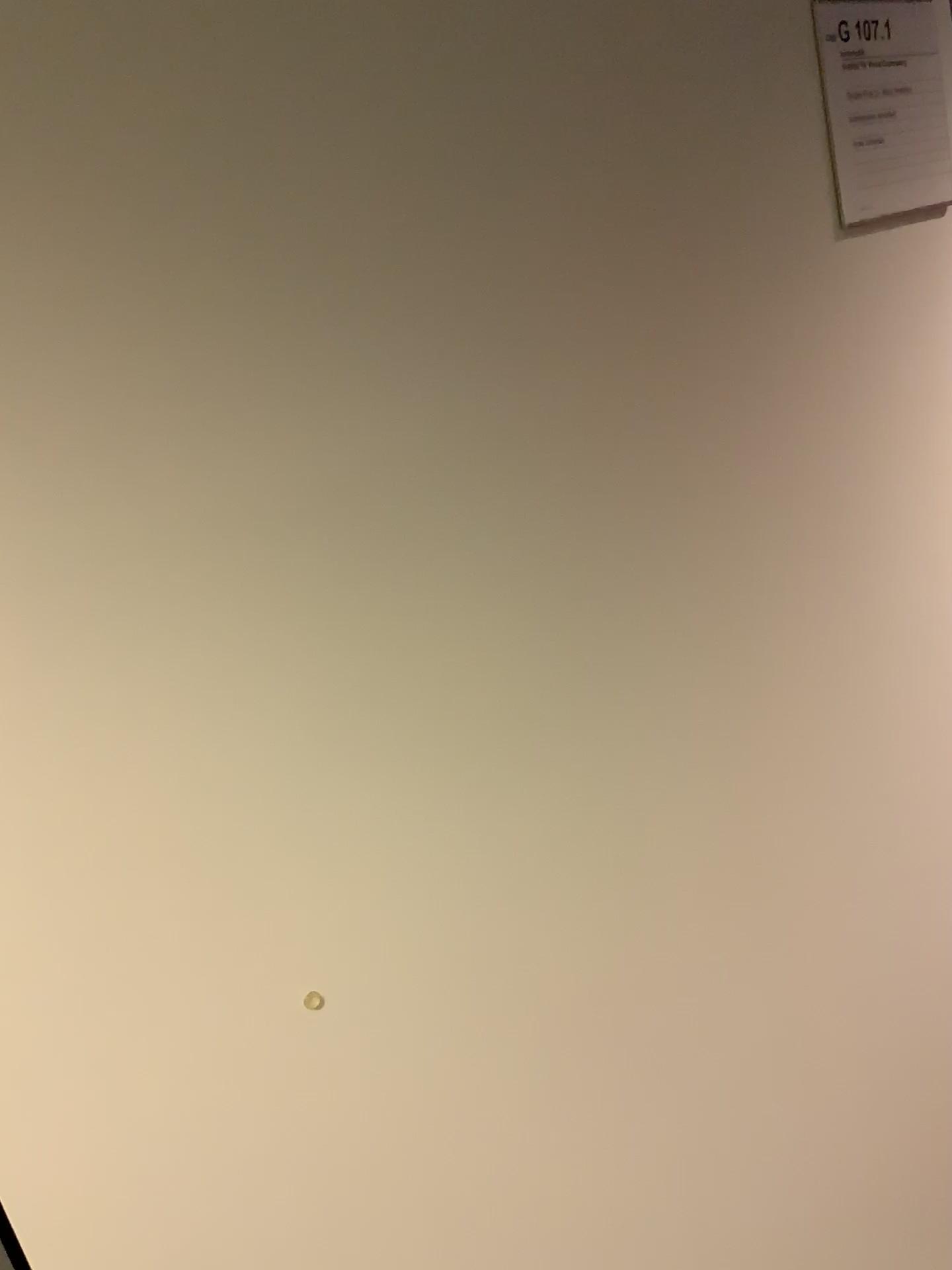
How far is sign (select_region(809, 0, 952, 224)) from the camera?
1.1m

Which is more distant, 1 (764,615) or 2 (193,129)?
1 (764,615)

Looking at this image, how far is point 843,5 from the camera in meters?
1.1 m
